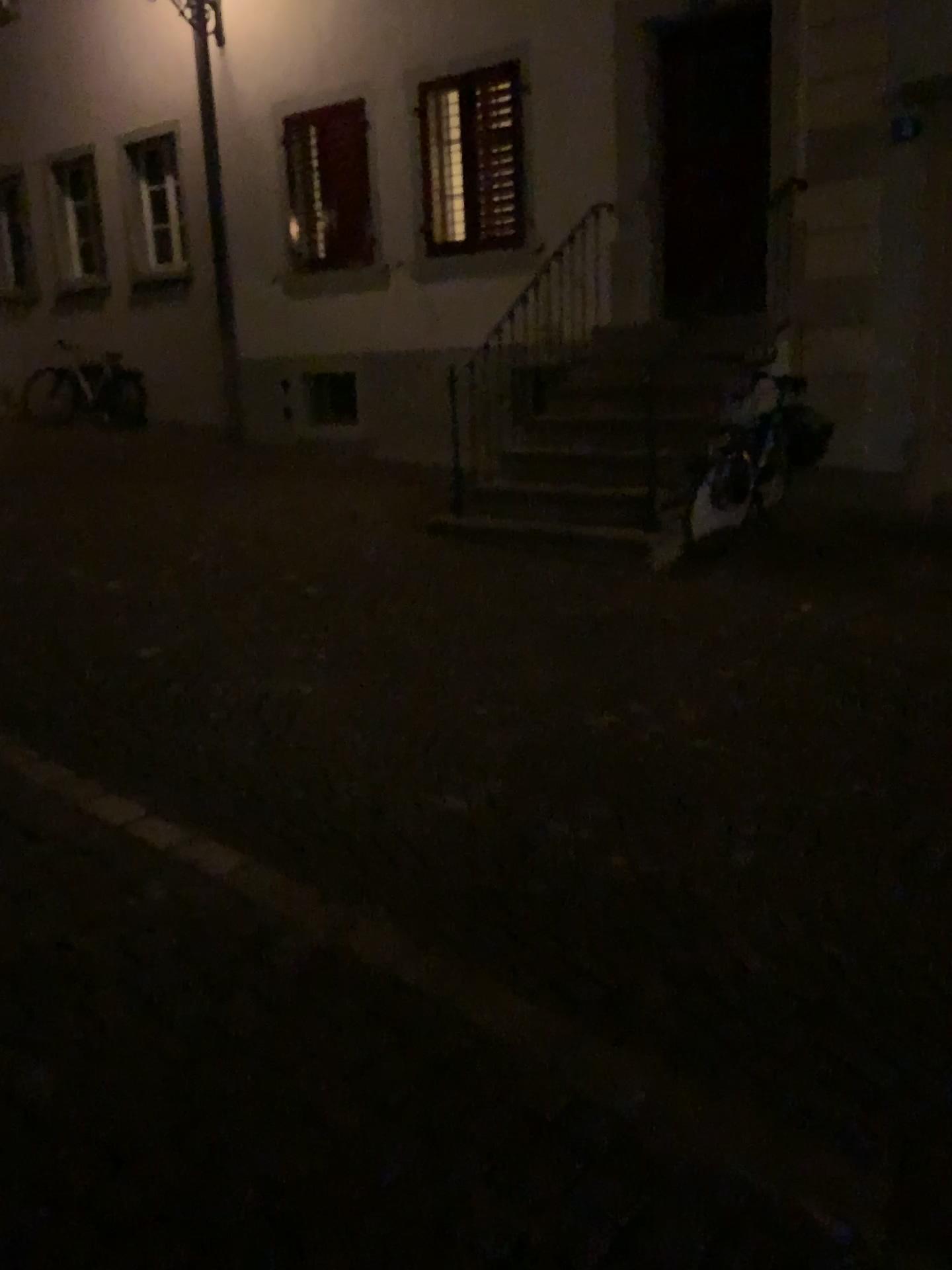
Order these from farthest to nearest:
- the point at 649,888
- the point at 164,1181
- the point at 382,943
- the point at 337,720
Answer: the point at 337,720, the point at 649,888, the point at 382,943, the point at 164,1181
